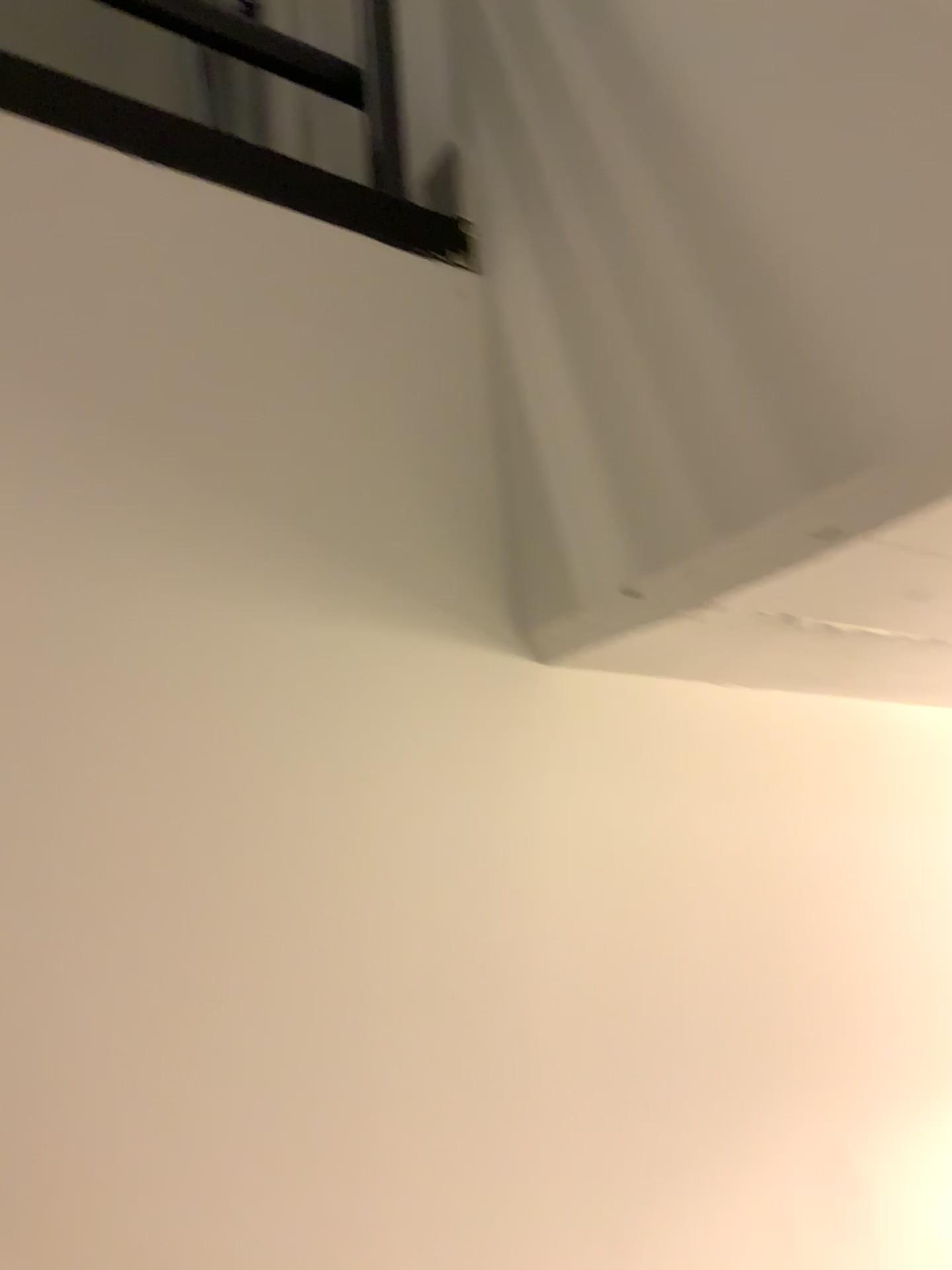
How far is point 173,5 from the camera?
0.8 meters

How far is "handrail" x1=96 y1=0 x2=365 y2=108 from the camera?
0.8m

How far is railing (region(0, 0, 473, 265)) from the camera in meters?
0.8

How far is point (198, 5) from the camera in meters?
0.9

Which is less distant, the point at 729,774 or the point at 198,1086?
the point at 198,1086

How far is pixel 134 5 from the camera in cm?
84

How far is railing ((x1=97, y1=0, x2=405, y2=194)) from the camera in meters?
0.9 m
